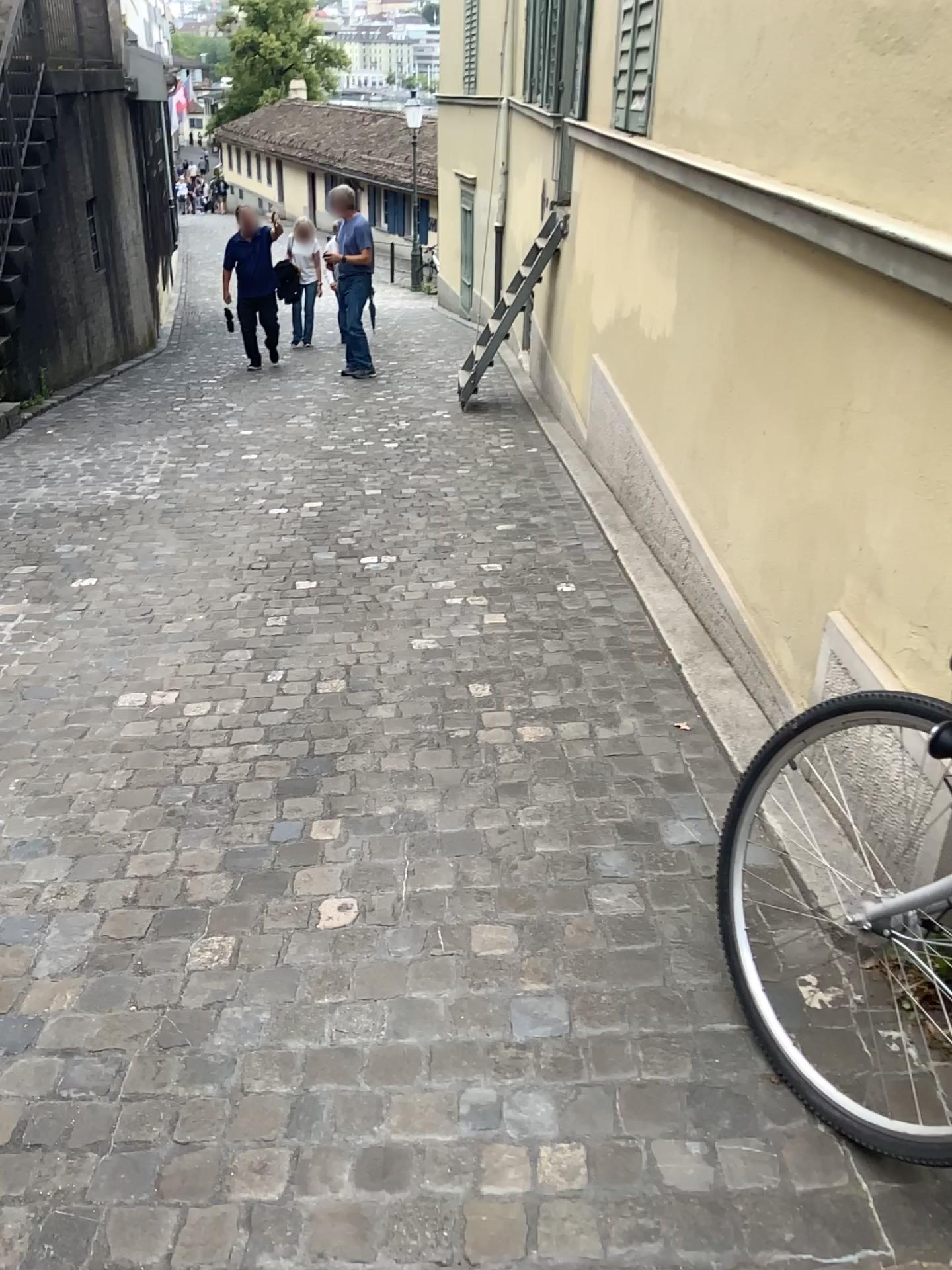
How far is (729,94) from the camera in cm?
337
